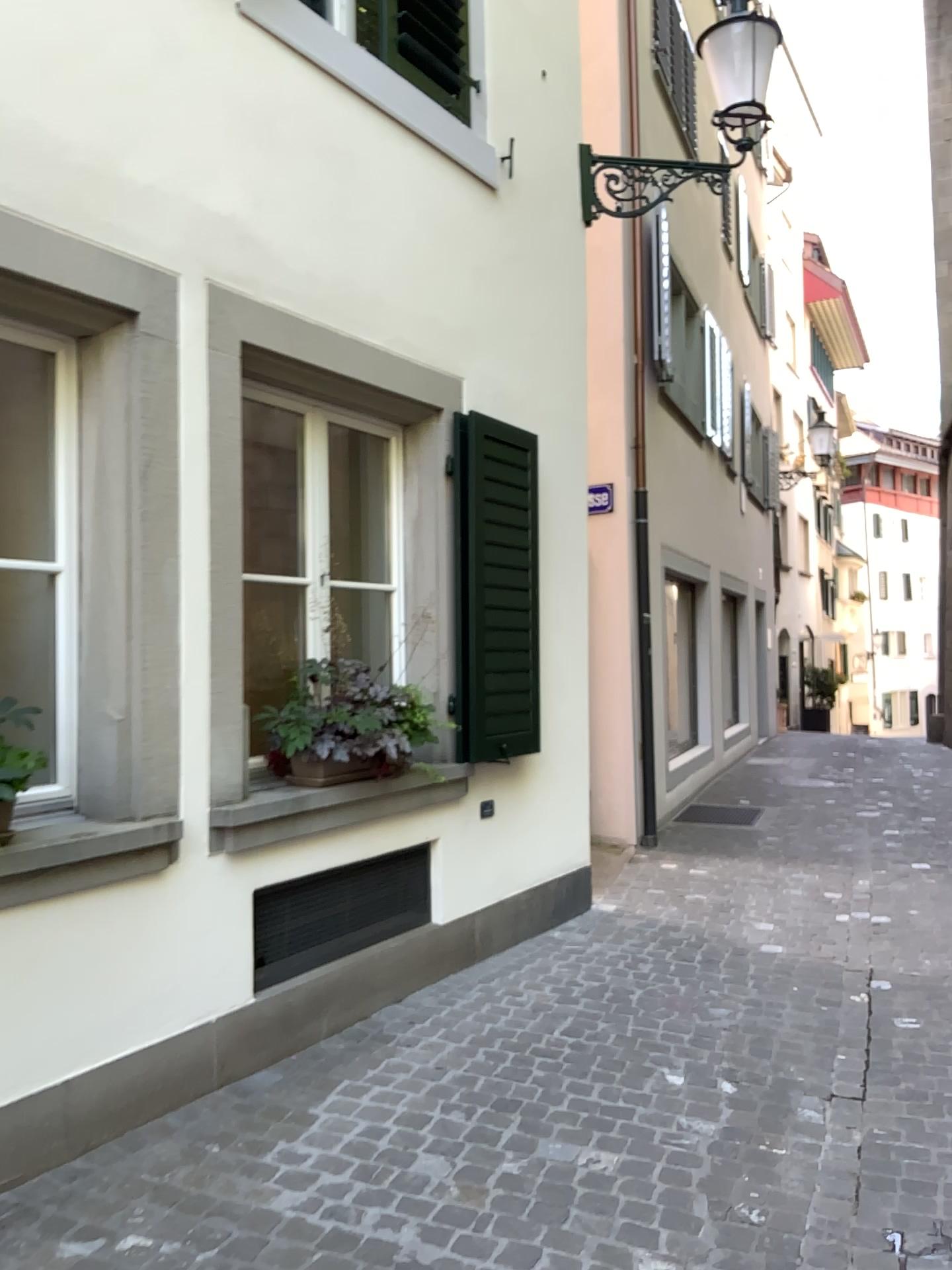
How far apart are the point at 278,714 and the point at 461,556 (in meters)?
1.17

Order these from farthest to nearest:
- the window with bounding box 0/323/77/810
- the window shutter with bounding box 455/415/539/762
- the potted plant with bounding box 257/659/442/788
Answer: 1. the window shutter with bounding box 455/415/539/762
2. the potted plant with bounding box 257/659/442/788
3. the window with bounding box 0/323/77/810

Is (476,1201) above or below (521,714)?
below

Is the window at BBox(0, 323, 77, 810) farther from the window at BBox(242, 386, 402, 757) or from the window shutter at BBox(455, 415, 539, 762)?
the window shutter at BBox(455, 415, 539, 762)

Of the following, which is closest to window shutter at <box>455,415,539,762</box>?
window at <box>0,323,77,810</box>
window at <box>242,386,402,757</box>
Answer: window at <box>242,386,402,757</box>

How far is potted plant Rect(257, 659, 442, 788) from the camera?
3.83m

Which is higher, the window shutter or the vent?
the window shutter

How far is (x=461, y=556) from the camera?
4.6m

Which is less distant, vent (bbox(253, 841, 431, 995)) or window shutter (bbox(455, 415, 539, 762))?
vent (bbox(253, 841, 431, 995))

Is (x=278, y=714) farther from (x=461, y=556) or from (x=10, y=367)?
(x=10, y=367)
